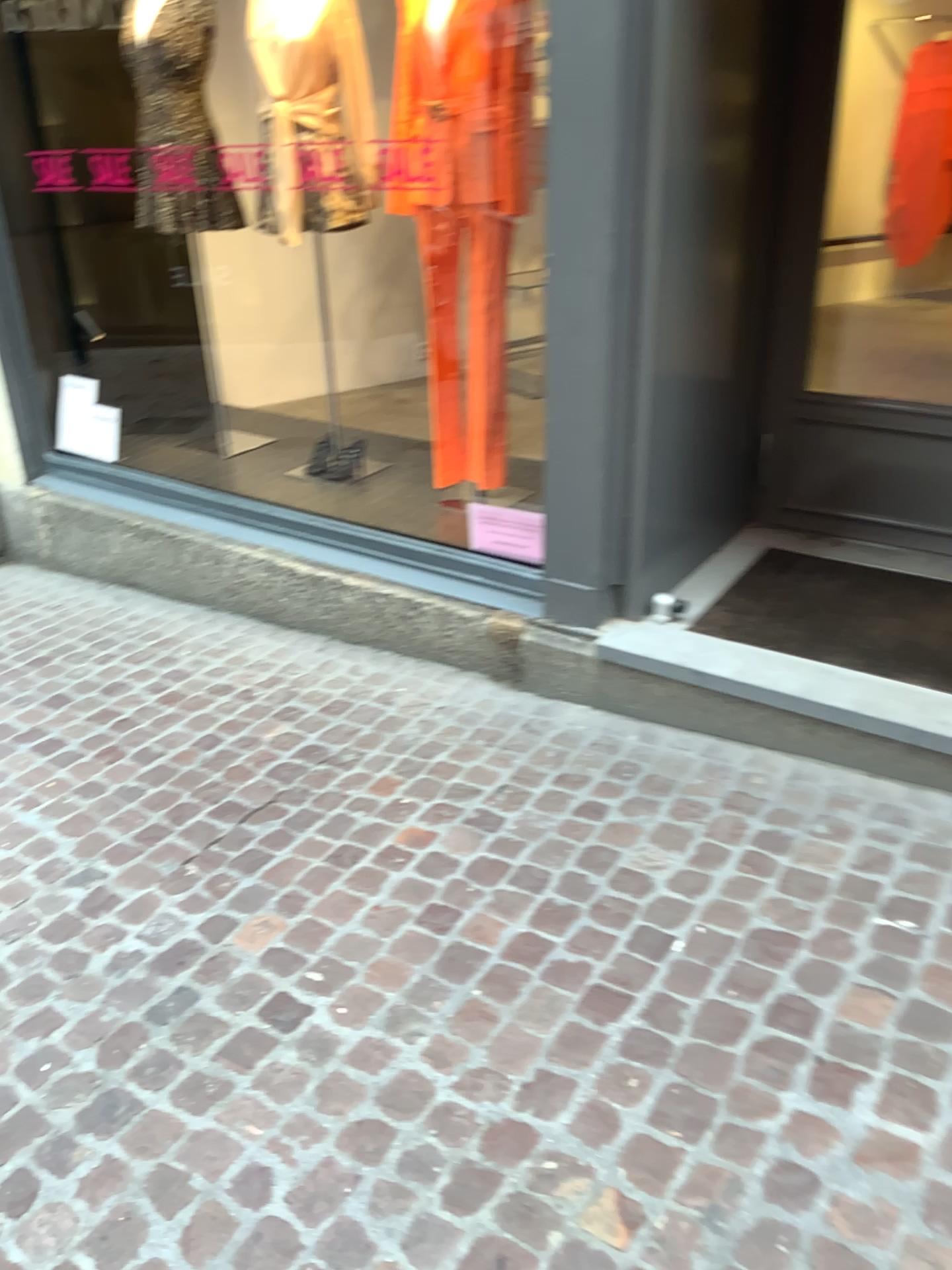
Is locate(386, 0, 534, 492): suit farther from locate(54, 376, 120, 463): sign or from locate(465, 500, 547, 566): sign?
locate(54, 376, 120, 463): sign

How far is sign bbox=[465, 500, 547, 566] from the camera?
3.2 meters

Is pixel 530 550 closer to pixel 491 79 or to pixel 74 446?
pixel 491 79

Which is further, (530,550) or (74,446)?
(74,446)

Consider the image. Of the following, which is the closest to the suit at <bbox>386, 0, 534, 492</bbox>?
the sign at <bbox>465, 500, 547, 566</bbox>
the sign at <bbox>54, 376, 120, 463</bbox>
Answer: the sign at <bbox>465, 500, 547, 566</bbox>

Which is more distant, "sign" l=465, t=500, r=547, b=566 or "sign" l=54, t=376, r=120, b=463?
"sign" l=54, t=376, r=120, b=463

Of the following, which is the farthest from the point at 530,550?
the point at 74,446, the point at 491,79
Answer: the point at 74,446

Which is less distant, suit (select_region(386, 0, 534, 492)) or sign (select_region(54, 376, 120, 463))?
suit (select_region(386, 0, 534, 492))

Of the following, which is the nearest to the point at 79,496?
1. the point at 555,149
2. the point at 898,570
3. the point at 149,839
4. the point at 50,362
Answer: the point at 50,362
